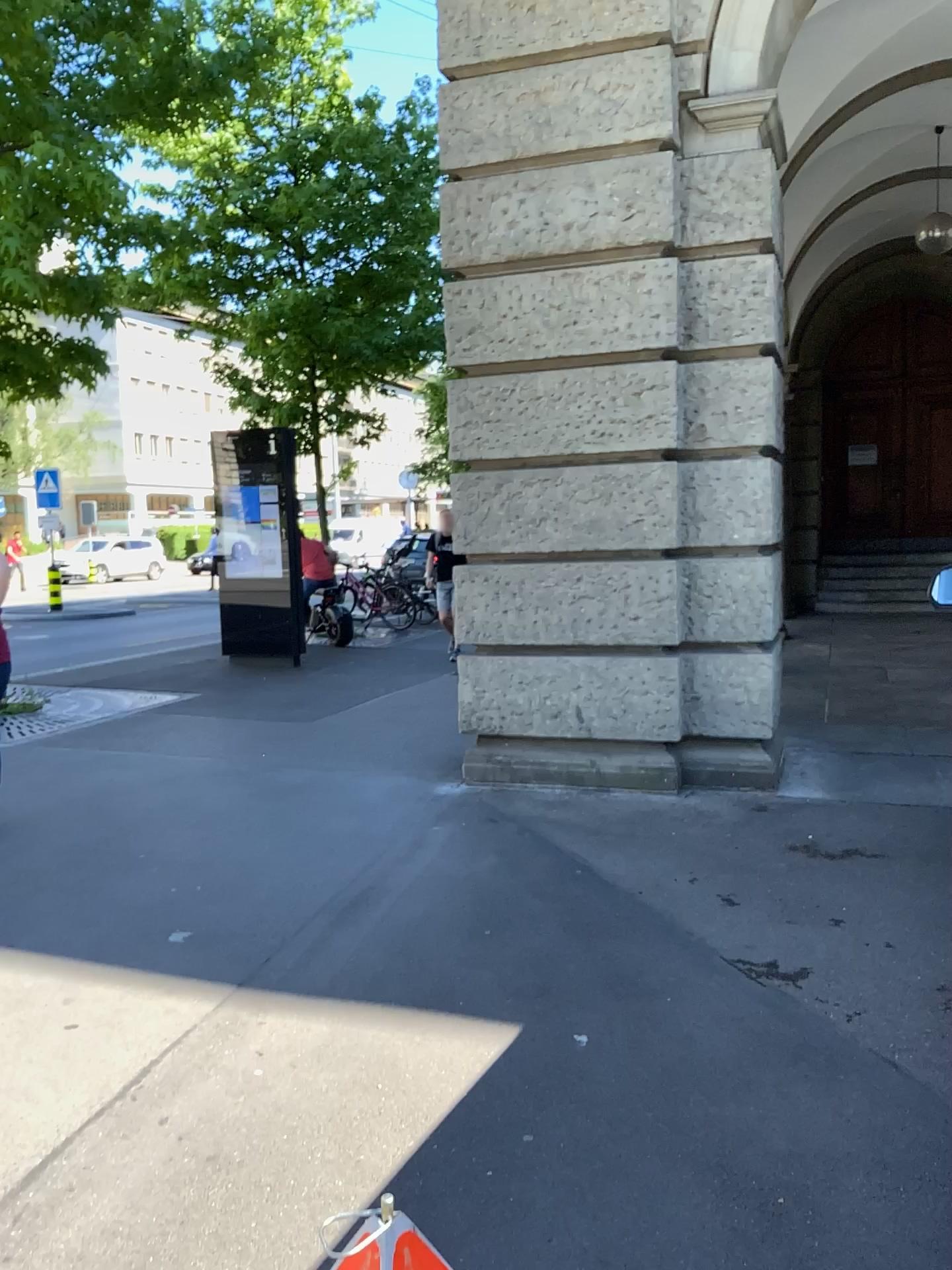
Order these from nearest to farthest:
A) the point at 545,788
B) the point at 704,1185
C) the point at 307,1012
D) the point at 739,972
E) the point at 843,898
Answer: the point at 704,1185, the point at 307,1012, the point at 739,972, the point at 843,898, the point at 545,788
